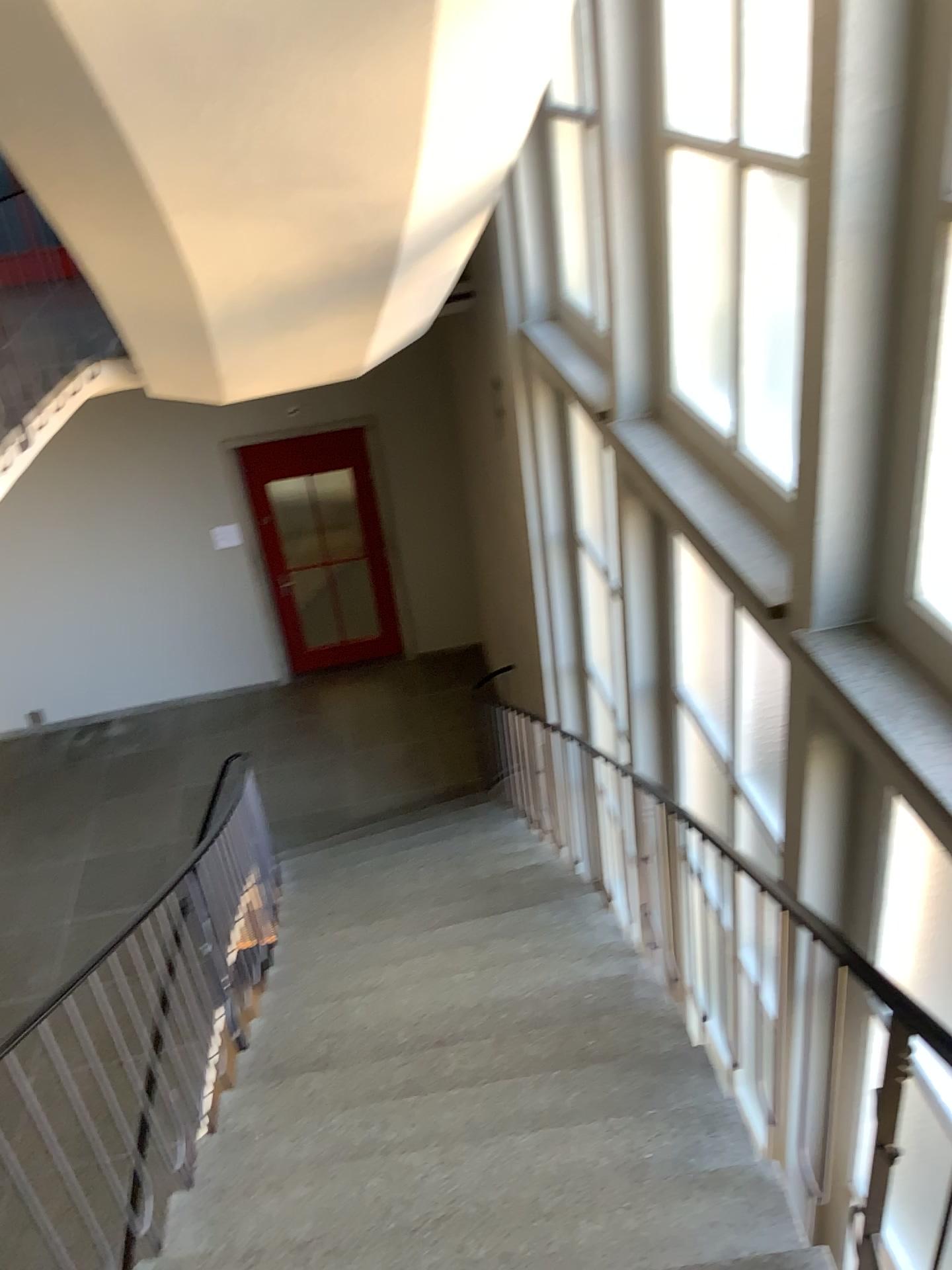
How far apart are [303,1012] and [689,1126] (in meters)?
1.77

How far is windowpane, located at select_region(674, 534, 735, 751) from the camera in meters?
4.0

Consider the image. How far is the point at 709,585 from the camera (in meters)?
4.00
